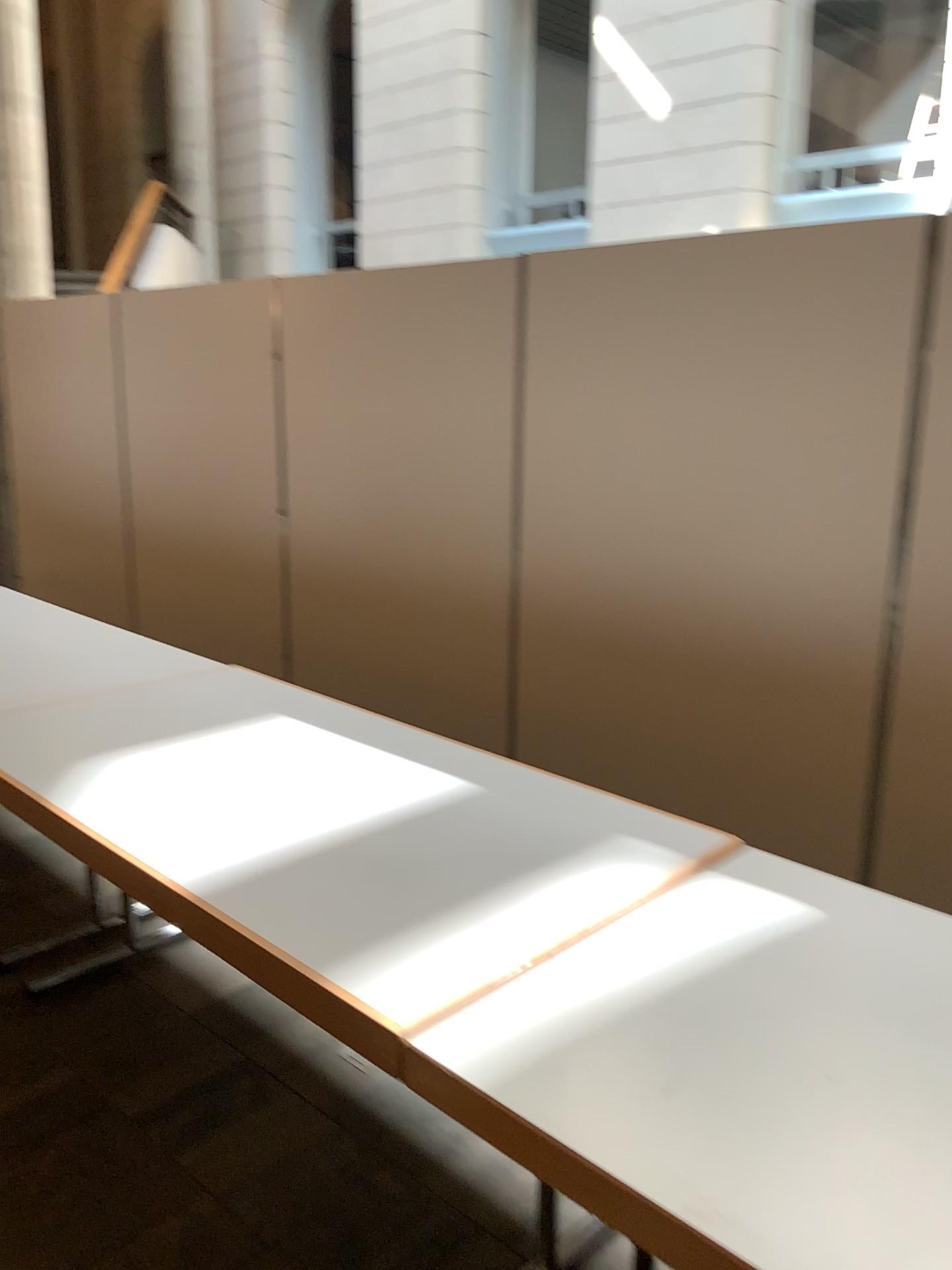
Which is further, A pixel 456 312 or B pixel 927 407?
A pixel 456 312

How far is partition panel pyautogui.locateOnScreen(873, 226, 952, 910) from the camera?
2.5m

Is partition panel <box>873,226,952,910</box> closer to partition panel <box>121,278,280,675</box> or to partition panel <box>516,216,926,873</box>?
partition panel <box>516,216,926,873</box>

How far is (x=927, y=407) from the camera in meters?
2.5 m

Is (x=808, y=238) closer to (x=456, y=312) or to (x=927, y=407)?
(x=927, y=407)

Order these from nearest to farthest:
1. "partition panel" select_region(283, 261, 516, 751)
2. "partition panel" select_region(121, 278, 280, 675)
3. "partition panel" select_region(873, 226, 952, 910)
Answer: "partition panel" select_region(873, 226, 952, 910) → "partition panel" select_region(283, 261, 516, 751) → "partition panel" select_region(121, 278, 280, 675)

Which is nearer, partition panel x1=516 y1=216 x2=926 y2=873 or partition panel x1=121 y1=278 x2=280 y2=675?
partition panel x1=516 y1=216 x2=926 y2=873

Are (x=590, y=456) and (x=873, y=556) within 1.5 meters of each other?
yes

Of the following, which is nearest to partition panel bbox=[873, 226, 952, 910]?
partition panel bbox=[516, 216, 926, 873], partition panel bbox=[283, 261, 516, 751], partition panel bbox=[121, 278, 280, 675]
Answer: partition panel bbox=[516, 216, 926, 873]

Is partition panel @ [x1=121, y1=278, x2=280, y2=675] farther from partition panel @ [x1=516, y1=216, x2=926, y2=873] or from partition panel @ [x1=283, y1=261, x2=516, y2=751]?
partition panel @ [x1=516, y1=216, x2=926, y2=873]
